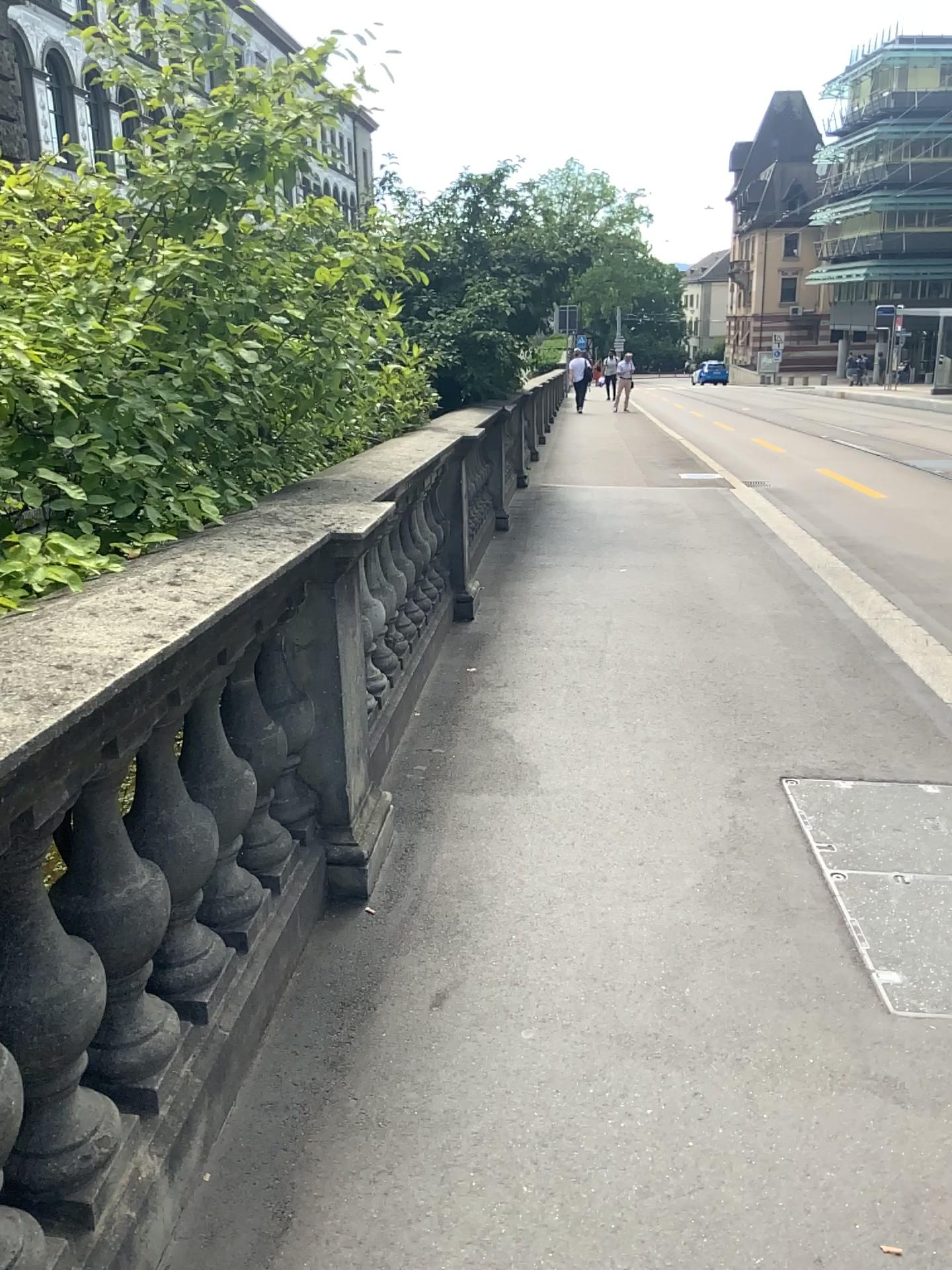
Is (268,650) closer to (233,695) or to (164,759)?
(233,695)

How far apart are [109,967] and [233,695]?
0.83m

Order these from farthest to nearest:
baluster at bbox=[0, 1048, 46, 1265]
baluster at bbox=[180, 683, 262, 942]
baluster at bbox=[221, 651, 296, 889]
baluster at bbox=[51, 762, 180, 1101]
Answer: baluster at bbox=[221, 651, 296, 889]
baluster at bbox=[180, 683, 262, 942]
baluster at bbox=[51, 762, 180, 1101]
baluster at bbox=[0, 1048, 46, 1265]

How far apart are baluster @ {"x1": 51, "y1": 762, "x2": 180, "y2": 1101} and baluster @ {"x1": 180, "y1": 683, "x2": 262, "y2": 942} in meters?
0.3

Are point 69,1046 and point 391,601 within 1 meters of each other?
no

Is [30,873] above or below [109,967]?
above

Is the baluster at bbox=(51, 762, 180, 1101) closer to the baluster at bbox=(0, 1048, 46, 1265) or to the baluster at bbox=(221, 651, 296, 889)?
the baluster at bbox=(0, 1048, 46, 1265)

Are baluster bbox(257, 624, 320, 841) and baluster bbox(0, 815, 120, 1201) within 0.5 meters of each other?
no

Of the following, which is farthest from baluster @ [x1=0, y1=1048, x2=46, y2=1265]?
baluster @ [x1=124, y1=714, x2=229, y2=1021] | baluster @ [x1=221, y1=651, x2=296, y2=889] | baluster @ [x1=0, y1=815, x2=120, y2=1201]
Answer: baluster @ [x1=221, y1=651, x2=296, y2=889]

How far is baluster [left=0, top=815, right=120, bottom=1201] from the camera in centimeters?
144cm
